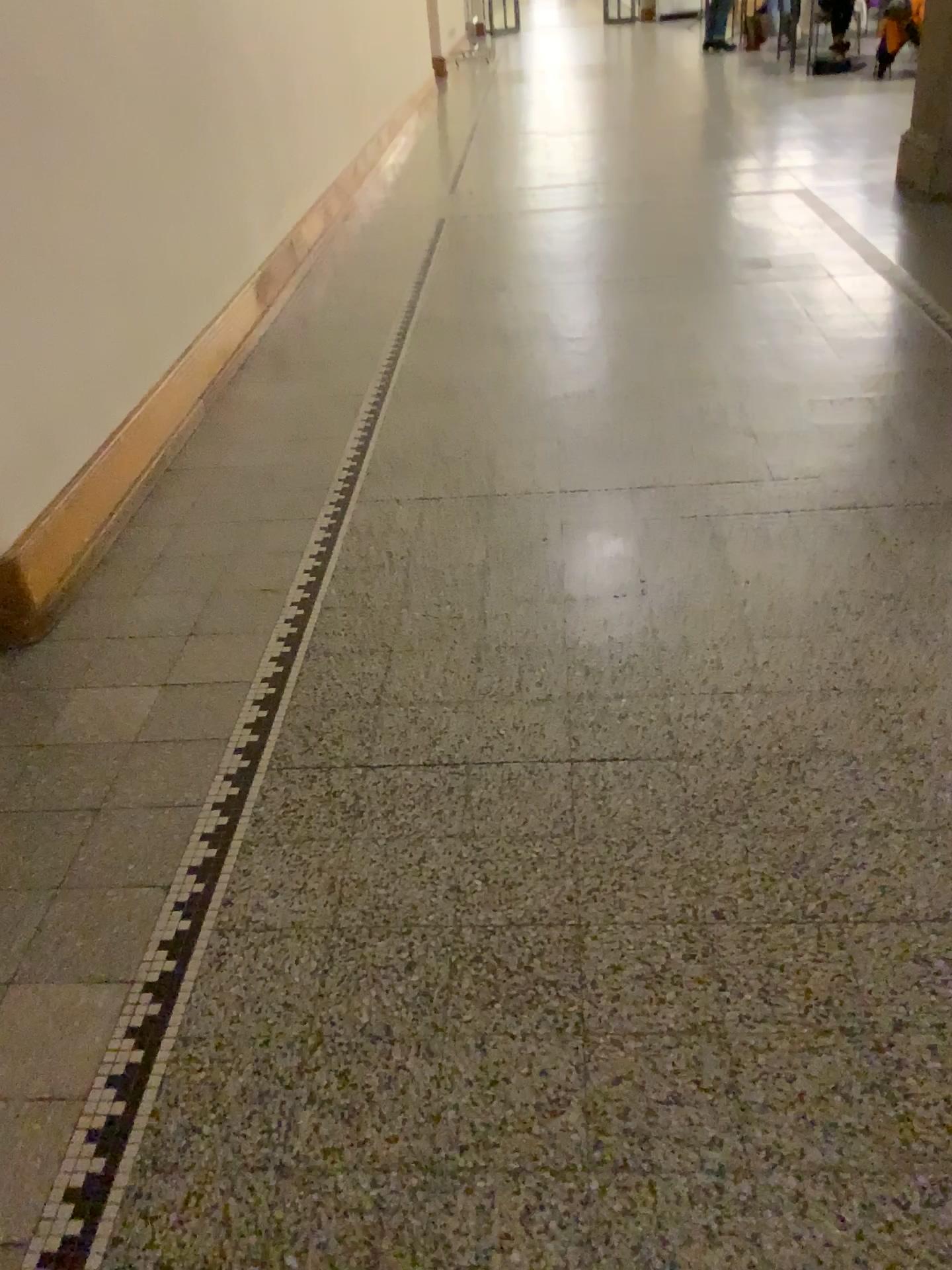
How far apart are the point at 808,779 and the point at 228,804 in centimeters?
107cm
